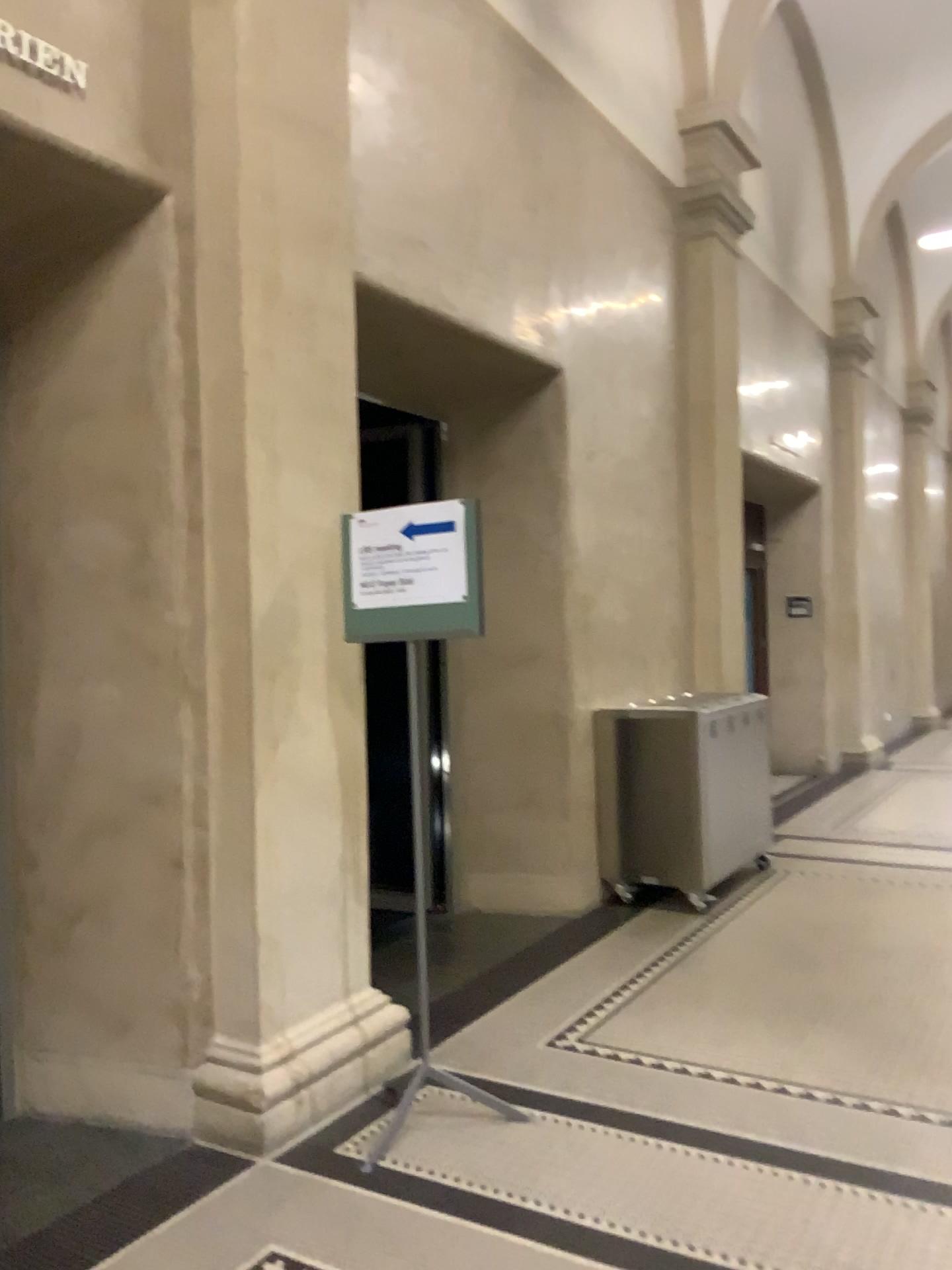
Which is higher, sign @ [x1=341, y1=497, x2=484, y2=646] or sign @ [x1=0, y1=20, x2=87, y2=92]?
sign @ [x1=0, y1=20, x2=87, y2=92]

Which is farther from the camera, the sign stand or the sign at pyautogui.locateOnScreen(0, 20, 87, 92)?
the sign stand

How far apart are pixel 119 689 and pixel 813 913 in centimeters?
352cm

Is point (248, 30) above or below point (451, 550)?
above

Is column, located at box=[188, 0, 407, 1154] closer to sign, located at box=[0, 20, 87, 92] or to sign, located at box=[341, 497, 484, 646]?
sign, located at box=[341, 497, 484, 646]

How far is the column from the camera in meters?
3.1 m

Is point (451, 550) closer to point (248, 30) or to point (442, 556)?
point (442, 556)

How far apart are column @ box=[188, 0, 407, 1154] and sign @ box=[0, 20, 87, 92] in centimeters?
39cm

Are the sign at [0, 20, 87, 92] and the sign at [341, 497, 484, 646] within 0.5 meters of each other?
no

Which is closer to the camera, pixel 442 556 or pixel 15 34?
pixel 15 34
